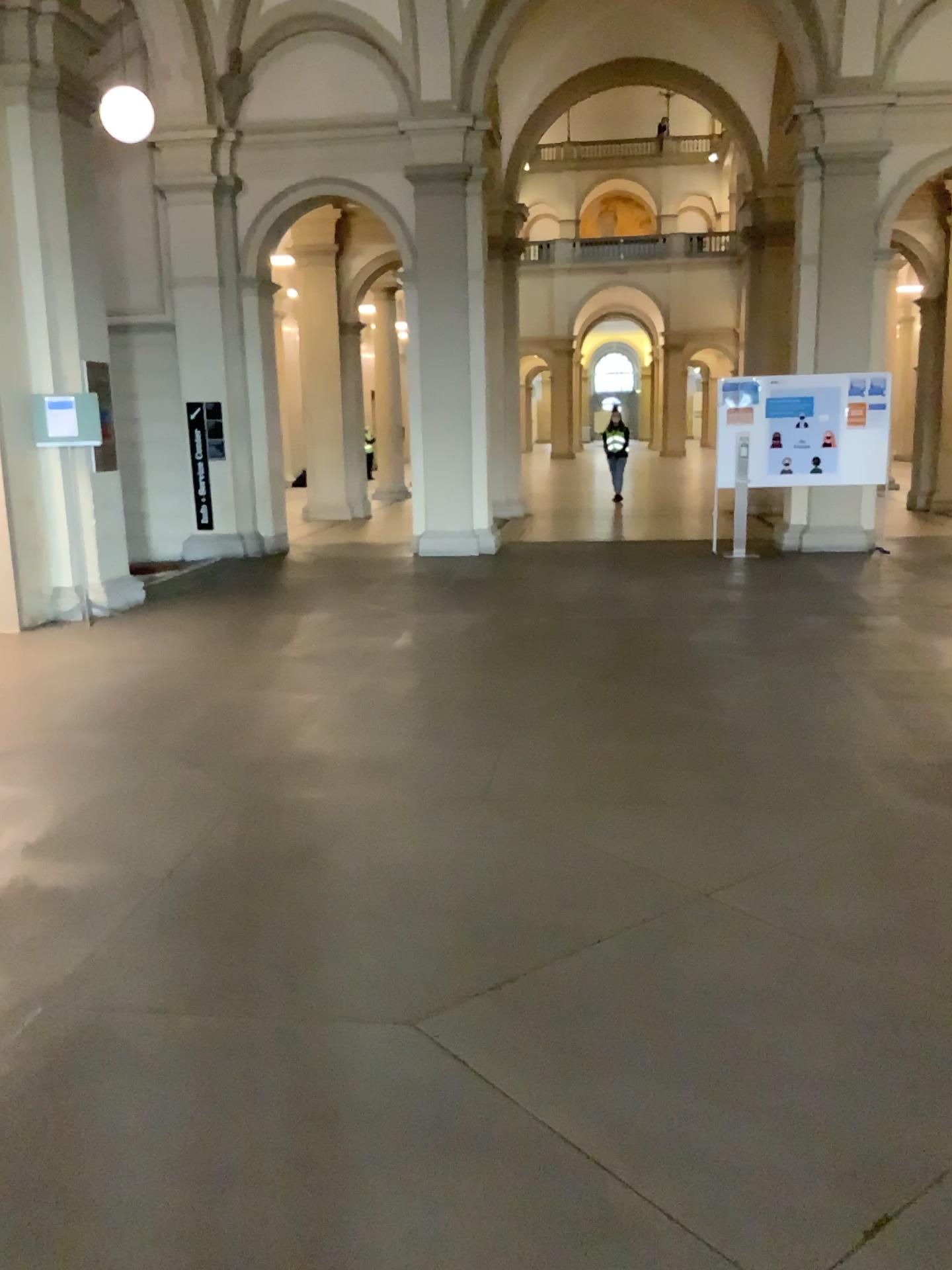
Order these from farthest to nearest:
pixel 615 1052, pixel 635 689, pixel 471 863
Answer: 1. pixel 635 689
2. pixel 471 863
3. pixel 615 1052
